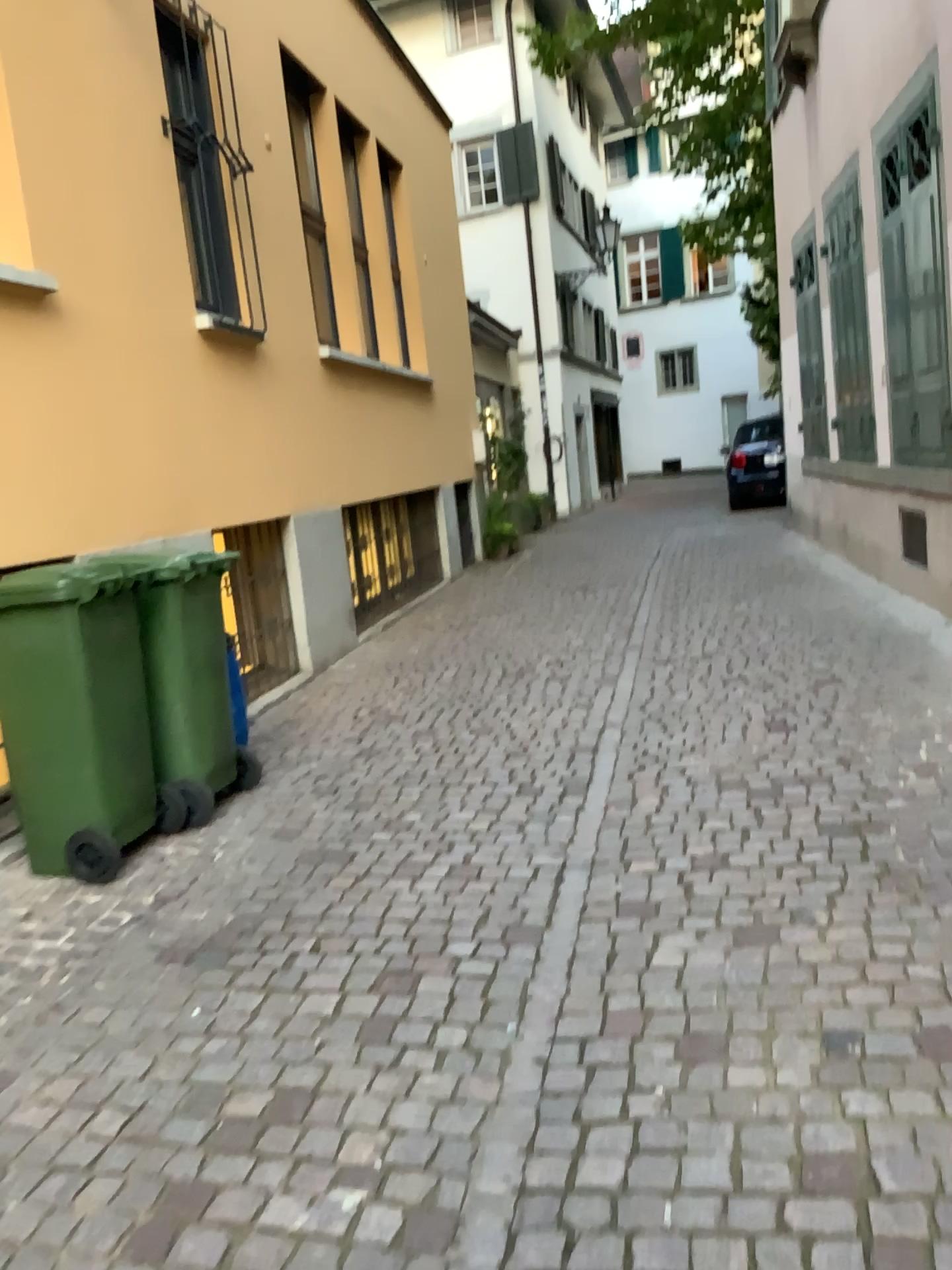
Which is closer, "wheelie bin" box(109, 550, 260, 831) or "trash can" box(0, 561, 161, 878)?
"trash can" box(0, 561, 161, 878)

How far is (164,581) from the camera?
3.85m

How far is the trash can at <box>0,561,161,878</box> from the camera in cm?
351

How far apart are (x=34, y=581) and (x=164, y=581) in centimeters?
47cm

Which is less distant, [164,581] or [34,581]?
[34,581]

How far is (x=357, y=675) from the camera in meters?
6.4 m

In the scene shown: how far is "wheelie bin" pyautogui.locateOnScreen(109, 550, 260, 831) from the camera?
3.8m
